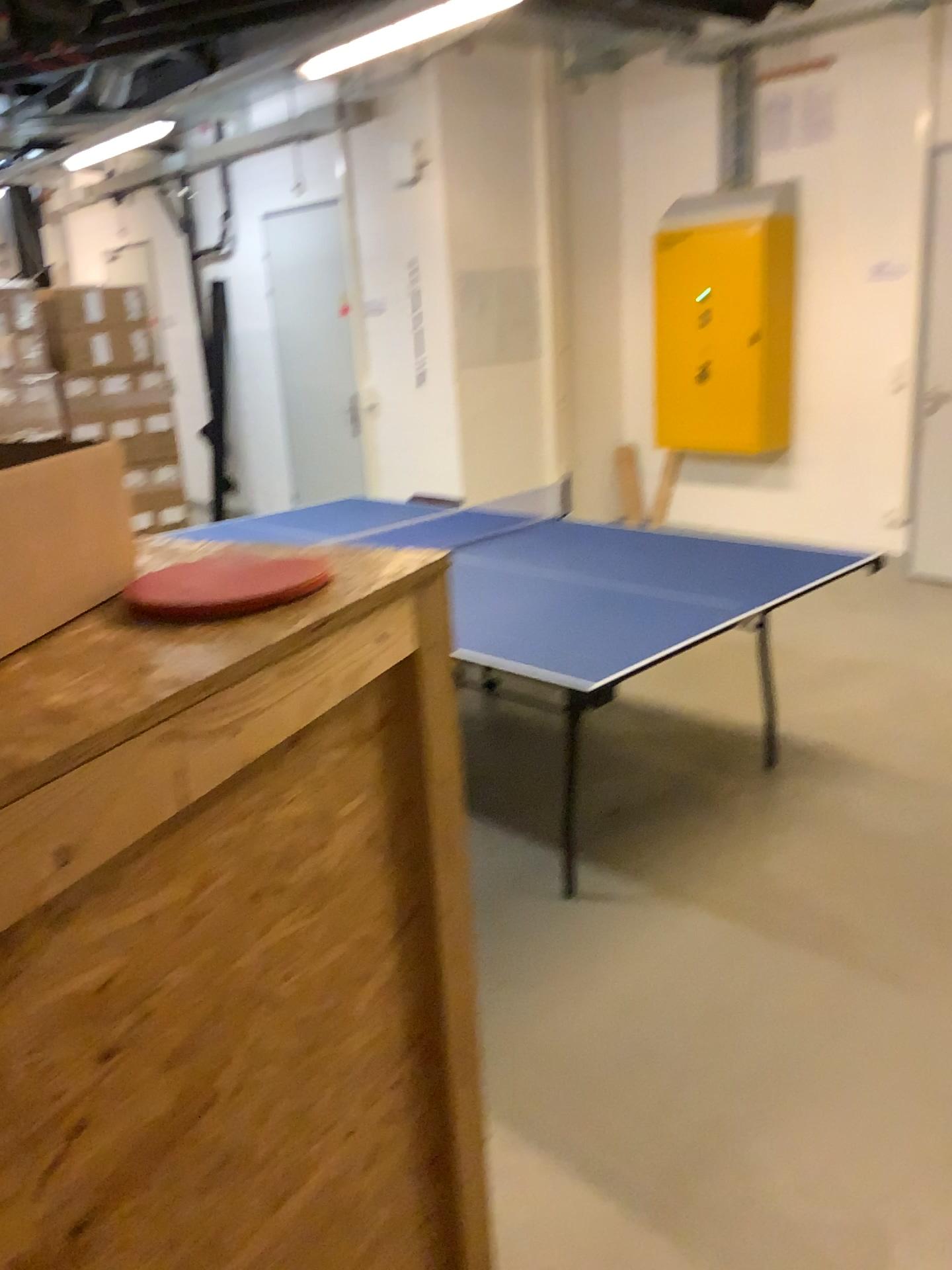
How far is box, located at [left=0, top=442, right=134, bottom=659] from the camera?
0.7 meters

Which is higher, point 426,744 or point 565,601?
point 426,744

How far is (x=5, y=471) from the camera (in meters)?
0.67
